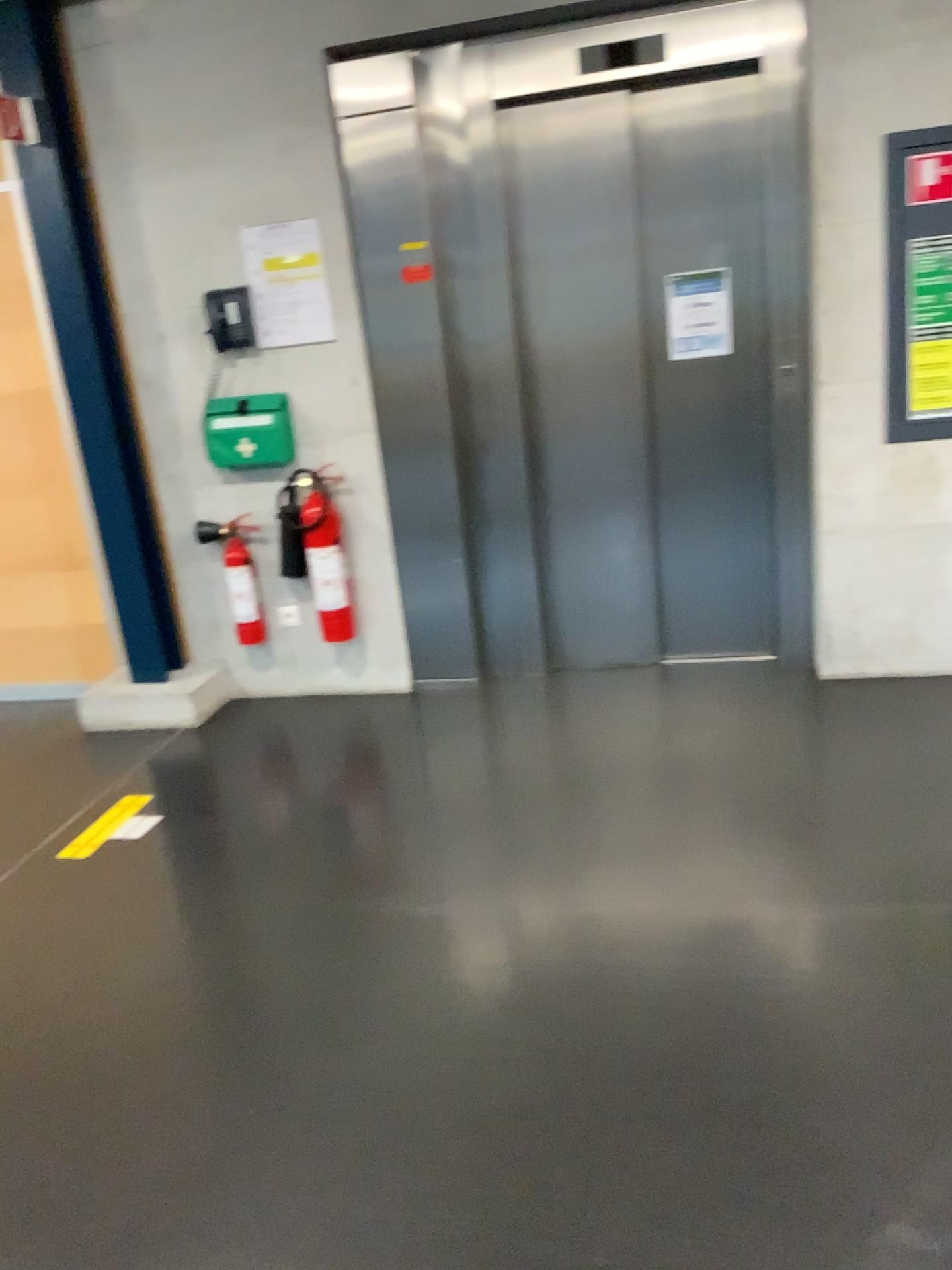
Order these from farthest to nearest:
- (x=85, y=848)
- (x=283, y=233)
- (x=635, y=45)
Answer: (x=283, y=233), (x=635, y=45), (x=85, y=848)

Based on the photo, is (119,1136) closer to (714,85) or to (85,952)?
(85,952)

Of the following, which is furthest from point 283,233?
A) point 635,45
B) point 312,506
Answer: point 635,45

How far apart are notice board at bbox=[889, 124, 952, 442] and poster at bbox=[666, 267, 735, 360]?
0.61m

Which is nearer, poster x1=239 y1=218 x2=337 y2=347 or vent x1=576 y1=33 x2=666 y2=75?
vent x1=576 y1=33 x2=666 y2=75

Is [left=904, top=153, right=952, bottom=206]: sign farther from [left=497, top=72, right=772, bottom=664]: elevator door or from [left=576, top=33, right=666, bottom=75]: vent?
[left=576, top=33, right=666, bottom=75]: vent

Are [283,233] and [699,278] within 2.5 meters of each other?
yes

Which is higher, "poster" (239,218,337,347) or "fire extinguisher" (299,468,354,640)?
"poster" (239,218,337,347)

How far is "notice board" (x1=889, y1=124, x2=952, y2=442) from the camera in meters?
3.3 m

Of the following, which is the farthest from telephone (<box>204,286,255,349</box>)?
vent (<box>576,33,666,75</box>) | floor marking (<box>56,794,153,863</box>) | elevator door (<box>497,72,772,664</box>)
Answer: floor marking (<box>56,794,153,863</box>)
